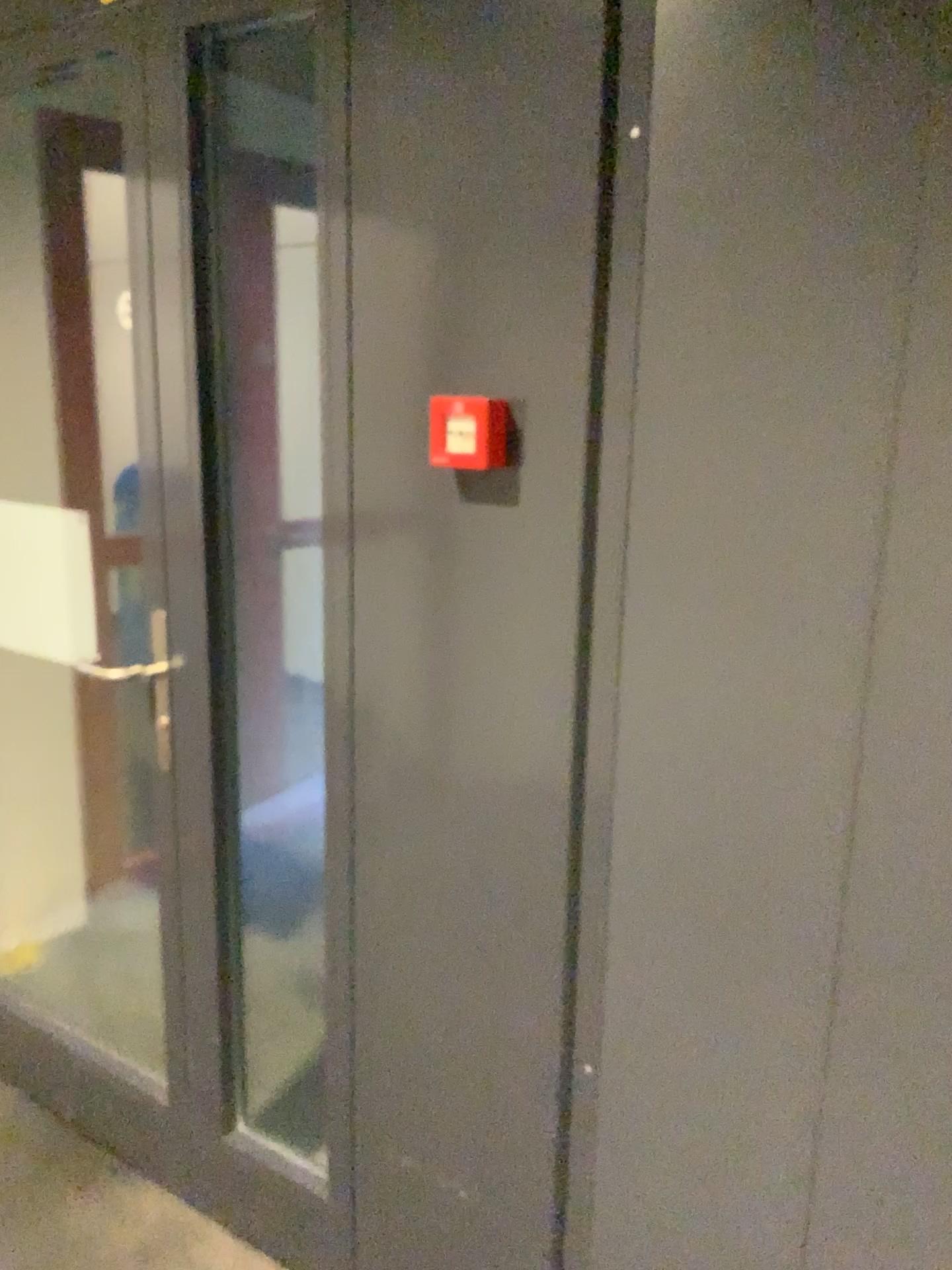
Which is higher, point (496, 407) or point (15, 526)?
point (496, 407)

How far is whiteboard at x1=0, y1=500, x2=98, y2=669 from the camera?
2.09m

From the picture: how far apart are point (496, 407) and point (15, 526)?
1.2m

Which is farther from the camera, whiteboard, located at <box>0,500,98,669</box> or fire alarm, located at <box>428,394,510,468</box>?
whiteboard, located at <box>0,500,98,669</box>

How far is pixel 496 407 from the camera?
1.3 meters

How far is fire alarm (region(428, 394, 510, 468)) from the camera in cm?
135

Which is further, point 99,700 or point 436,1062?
point 99,700

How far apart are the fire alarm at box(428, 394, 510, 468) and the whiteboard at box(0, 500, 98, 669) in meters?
1.0
